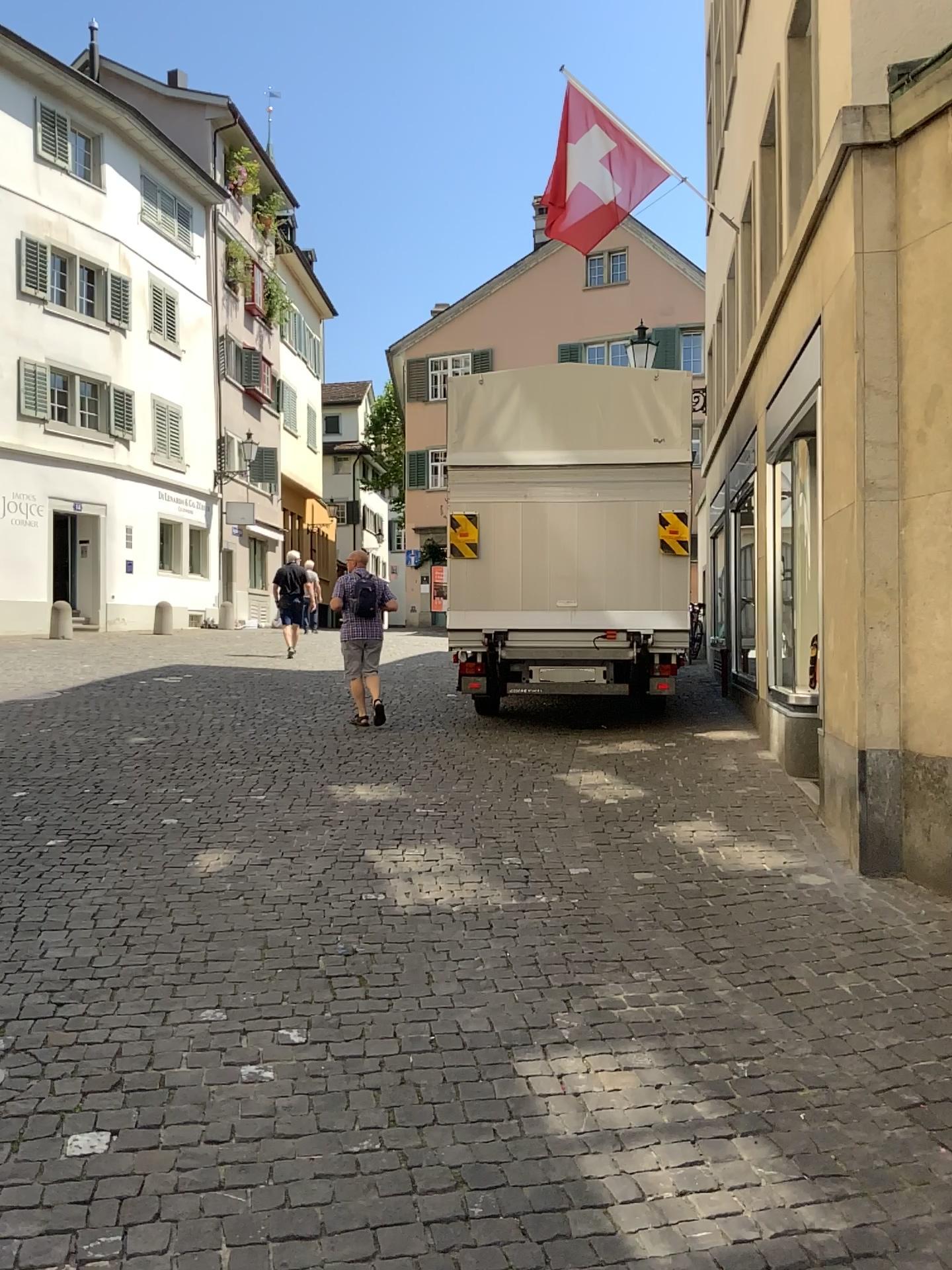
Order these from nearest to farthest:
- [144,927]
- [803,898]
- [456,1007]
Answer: [456,1007]
[144,927]
[803,898]
